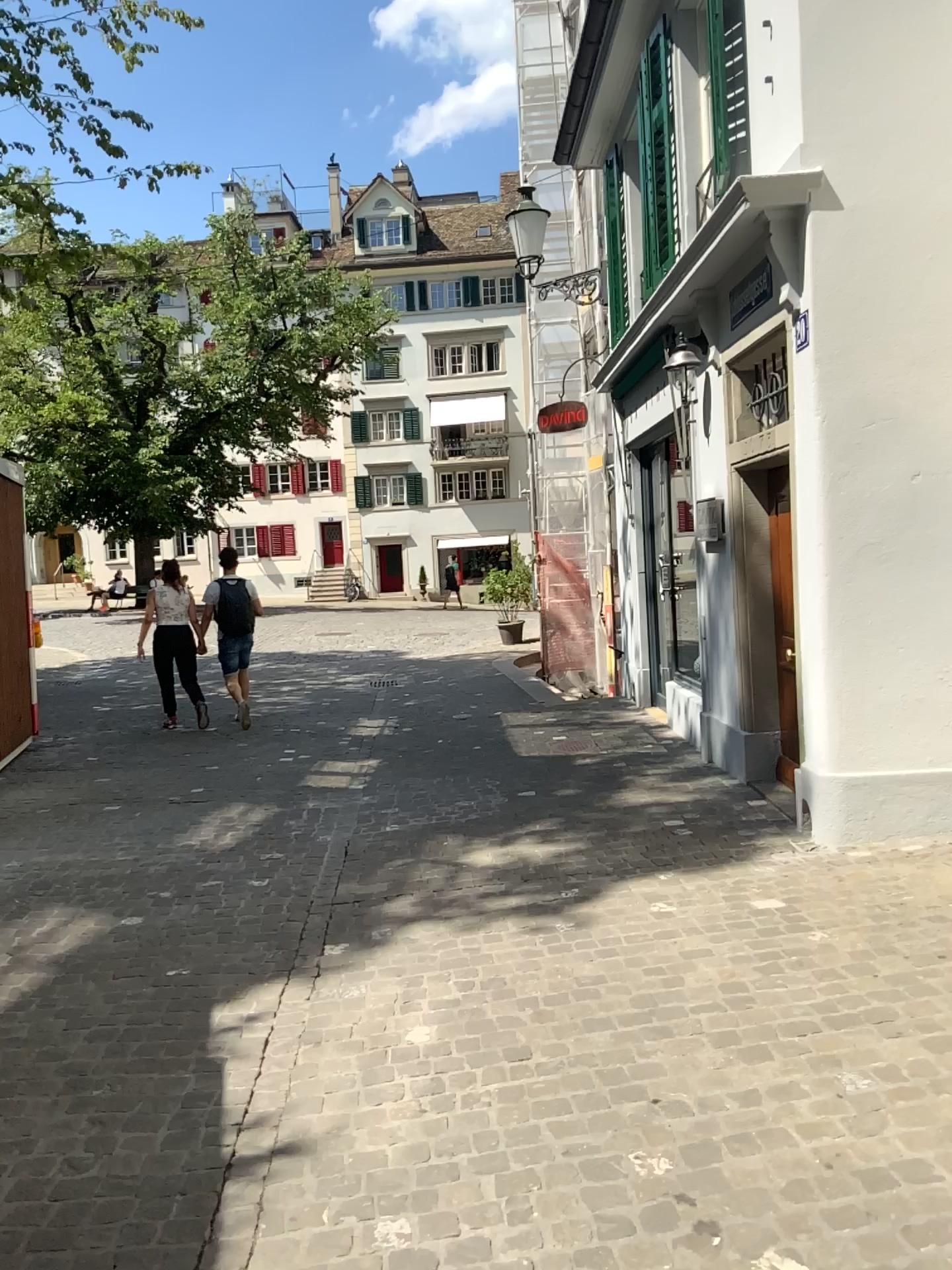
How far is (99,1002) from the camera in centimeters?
360cm
